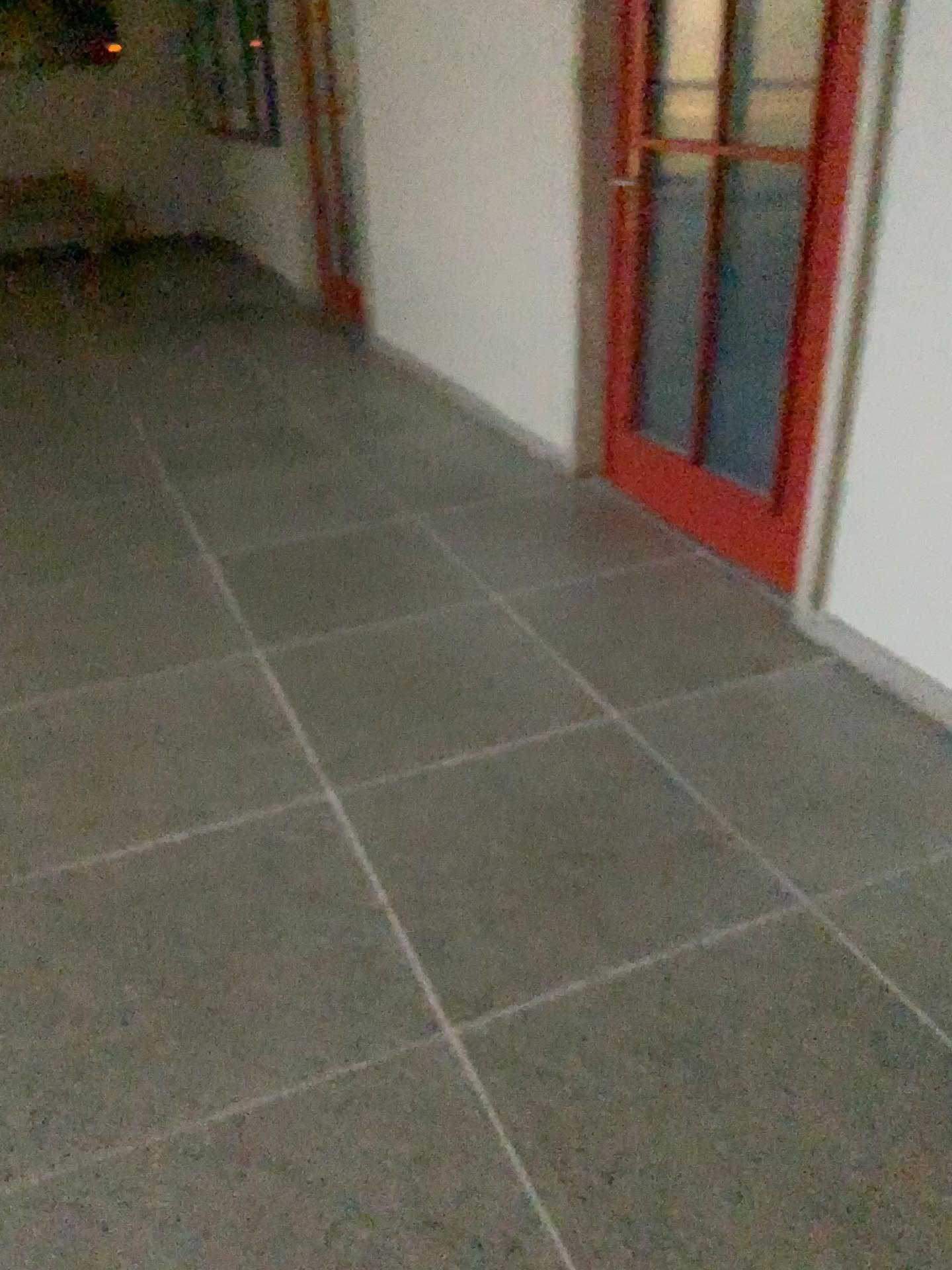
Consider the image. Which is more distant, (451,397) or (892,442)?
(451,397)
